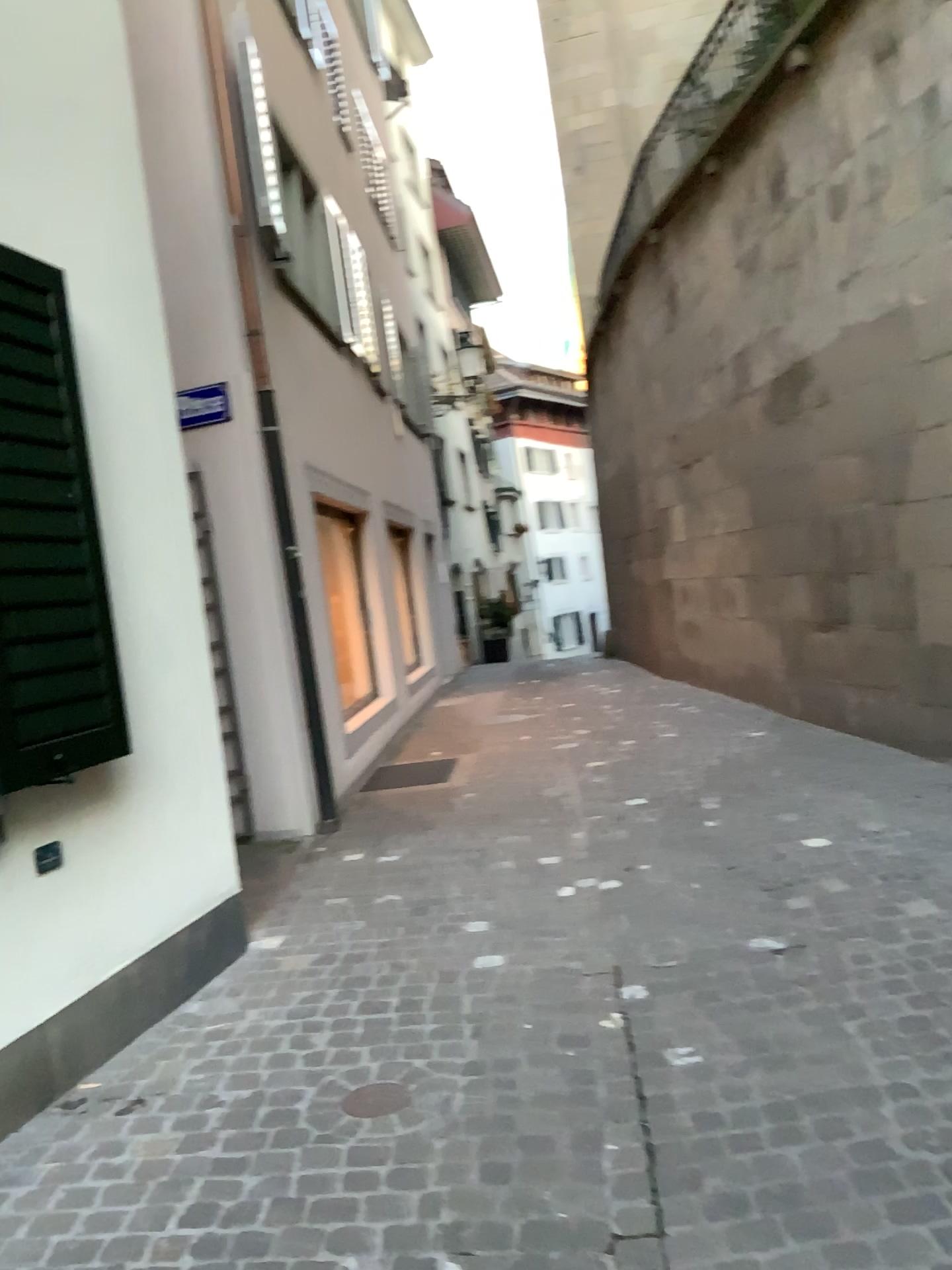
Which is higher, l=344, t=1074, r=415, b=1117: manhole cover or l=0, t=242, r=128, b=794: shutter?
l=0, t=242, r=128, b=794: shutter

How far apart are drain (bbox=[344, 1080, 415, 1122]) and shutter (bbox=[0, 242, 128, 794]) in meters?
1.2 m

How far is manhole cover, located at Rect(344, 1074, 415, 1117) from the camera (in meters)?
2.77

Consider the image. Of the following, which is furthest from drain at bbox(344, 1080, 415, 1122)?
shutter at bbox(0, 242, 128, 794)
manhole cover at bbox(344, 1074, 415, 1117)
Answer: shutter at bbox(0, 242, 128, 794)

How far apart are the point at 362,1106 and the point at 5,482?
1.9m

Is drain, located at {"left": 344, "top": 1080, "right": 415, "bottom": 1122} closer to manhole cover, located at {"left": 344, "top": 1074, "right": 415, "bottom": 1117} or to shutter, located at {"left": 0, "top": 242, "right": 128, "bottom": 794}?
manhole cover, located at {"left": 344, "top": 1074, "right": 415, "bottom": 1117}

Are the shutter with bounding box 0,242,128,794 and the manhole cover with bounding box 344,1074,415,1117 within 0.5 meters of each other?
no

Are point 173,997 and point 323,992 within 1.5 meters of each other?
yes

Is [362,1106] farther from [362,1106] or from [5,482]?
[5,482]

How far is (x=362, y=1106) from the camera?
2.77m
